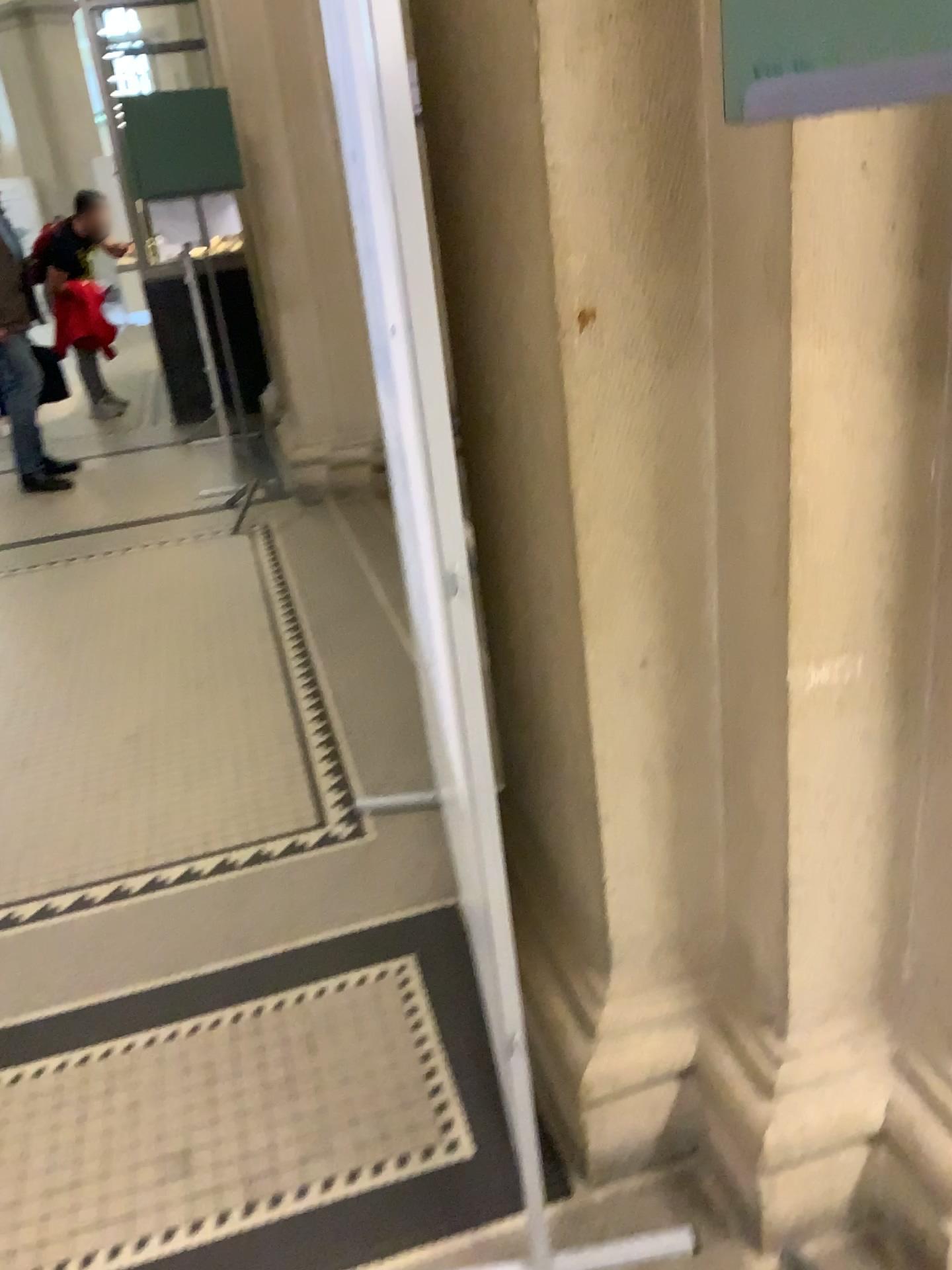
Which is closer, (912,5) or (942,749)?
(912,5)

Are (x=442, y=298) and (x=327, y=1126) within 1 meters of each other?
no

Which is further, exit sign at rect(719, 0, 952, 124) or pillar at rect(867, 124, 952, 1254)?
pillar at rect(867, 124, 952, 1254)

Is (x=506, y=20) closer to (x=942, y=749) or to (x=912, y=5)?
(x=912, y=5)

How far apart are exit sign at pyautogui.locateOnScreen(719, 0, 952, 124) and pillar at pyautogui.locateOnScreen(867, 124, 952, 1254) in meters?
0.7 m

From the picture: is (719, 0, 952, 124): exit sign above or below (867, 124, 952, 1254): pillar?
above

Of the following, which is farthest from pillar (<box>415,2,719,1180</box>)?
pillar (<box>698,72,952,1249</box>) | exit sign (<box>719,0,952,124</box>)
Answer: exit sign (<box>719,0,952,124</box>)

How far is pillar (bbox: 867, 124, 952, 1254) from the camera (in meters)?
1.31

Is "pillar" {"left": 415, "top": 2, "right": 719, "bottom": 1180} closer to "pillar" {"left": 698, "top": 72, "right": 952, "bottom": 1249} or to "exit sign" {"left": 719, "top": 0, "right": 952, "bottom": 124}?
"pillar" {"left": 698, "top": 72, "right": 952, "bottom": 1249}

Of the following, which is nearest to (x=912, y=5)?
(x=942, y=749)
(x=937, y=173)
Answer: (x=937, y=173)
